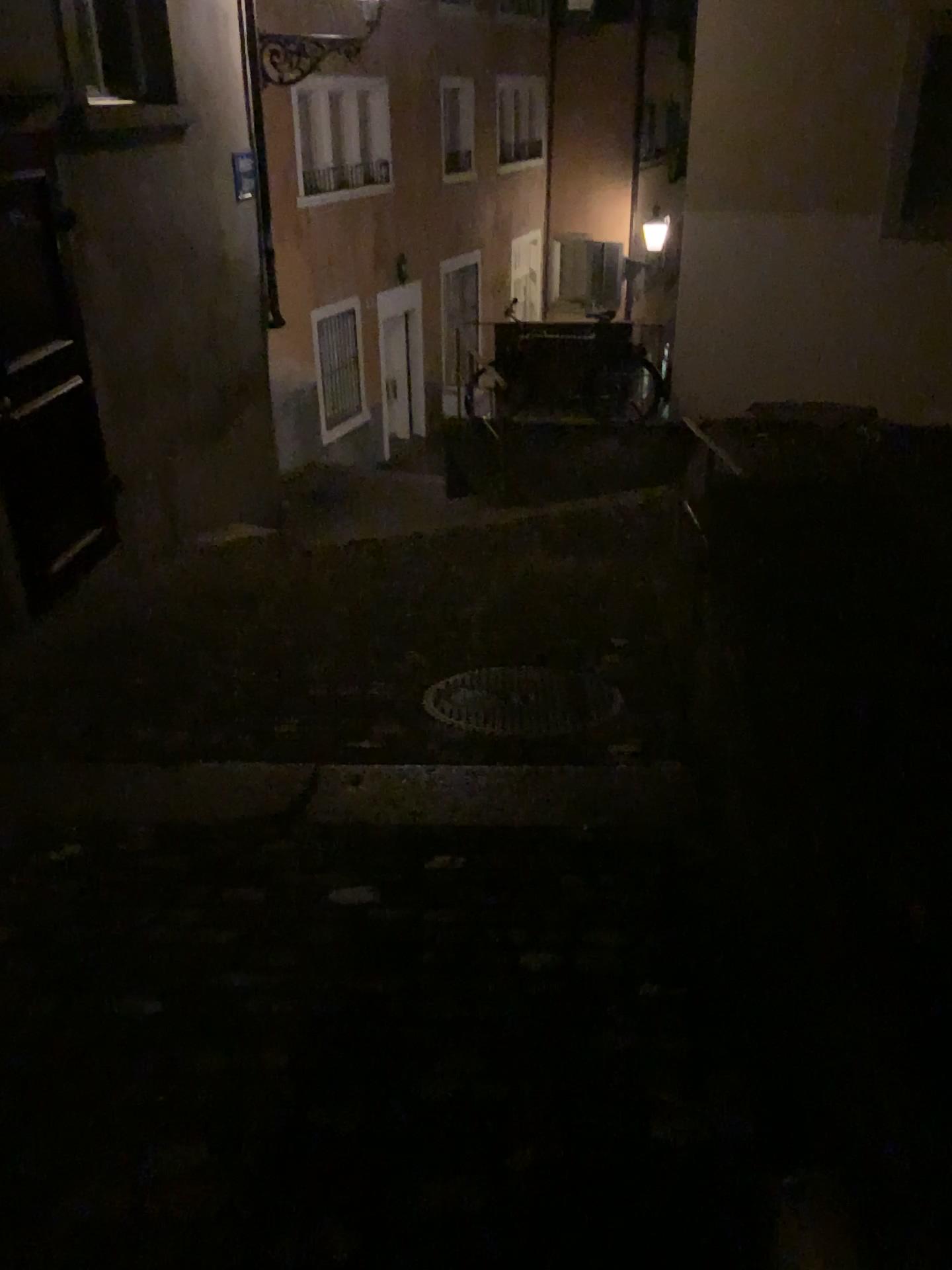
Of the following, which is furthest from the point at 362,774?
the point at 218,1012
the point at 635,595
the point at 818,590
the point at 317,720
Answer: the point at 635,595
